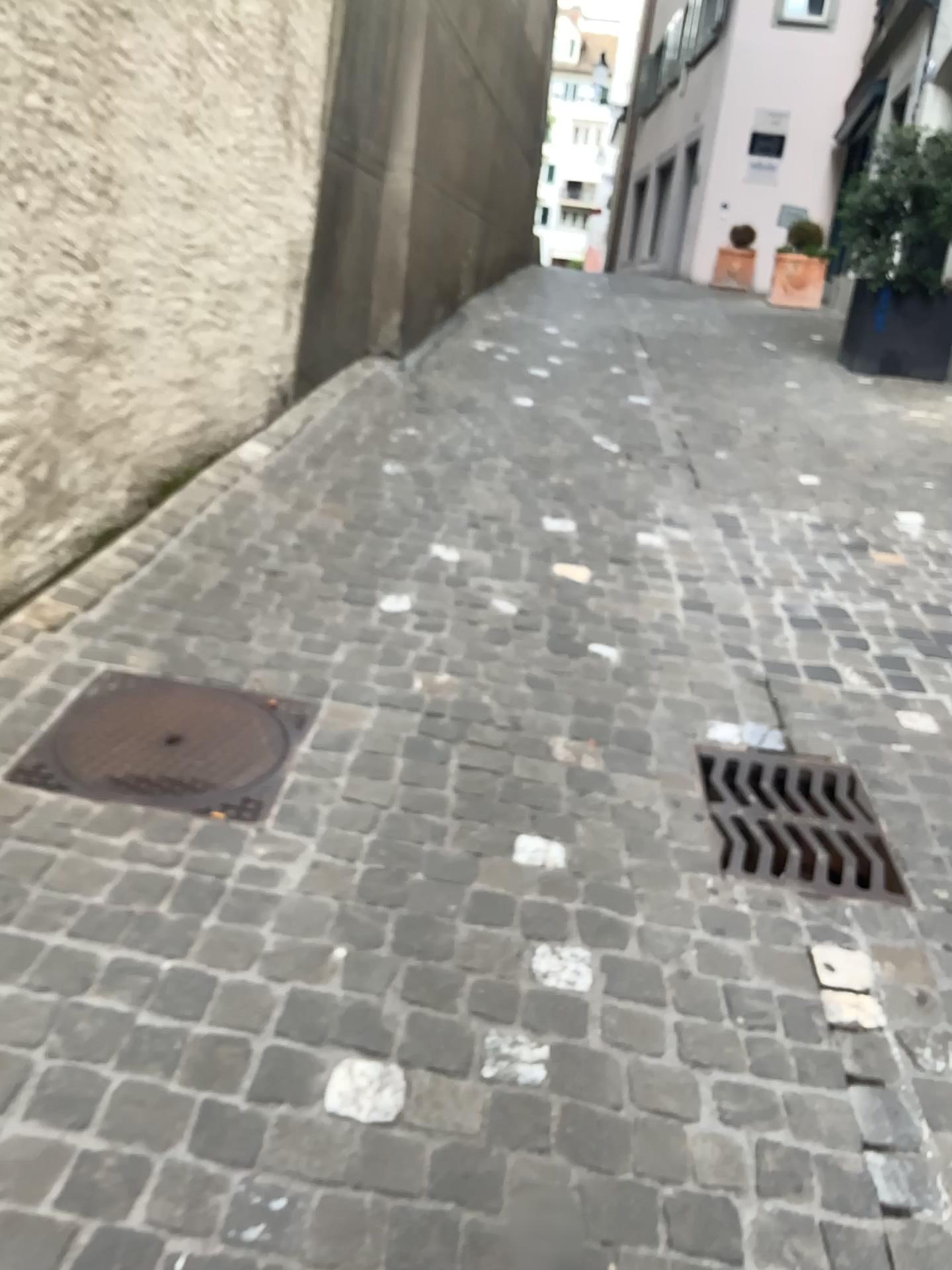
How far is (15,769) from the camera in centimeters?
208cm

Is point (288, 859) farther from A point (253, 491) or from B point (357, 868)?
A point (253, 491)

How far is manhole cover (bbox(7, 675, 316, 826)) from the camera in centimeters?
208cm
